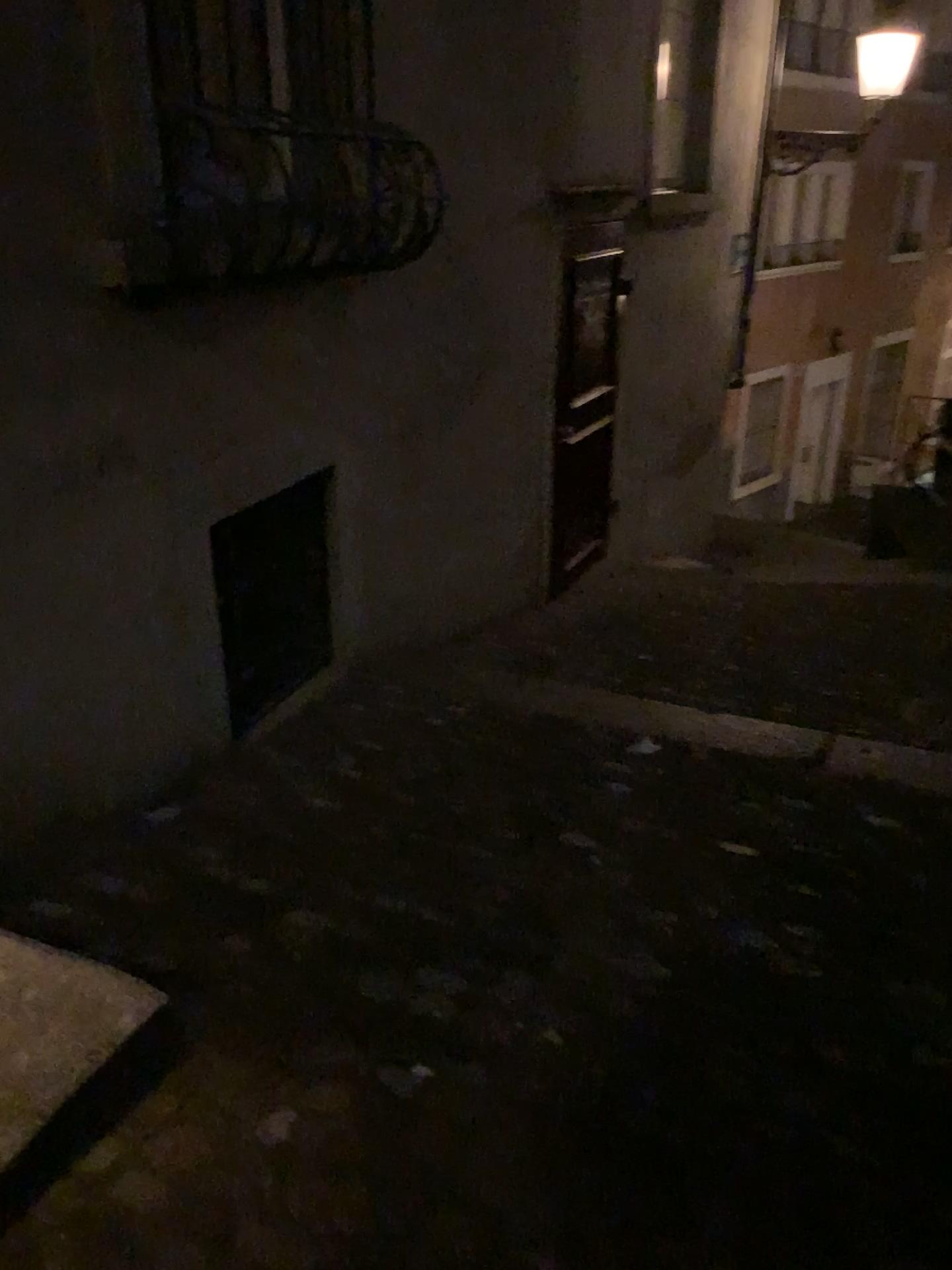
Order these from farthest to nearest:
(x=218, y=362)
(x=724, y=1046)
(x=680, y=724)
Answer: (x=680, y=724), (x=218, y=362), (x=724, y=1046)
